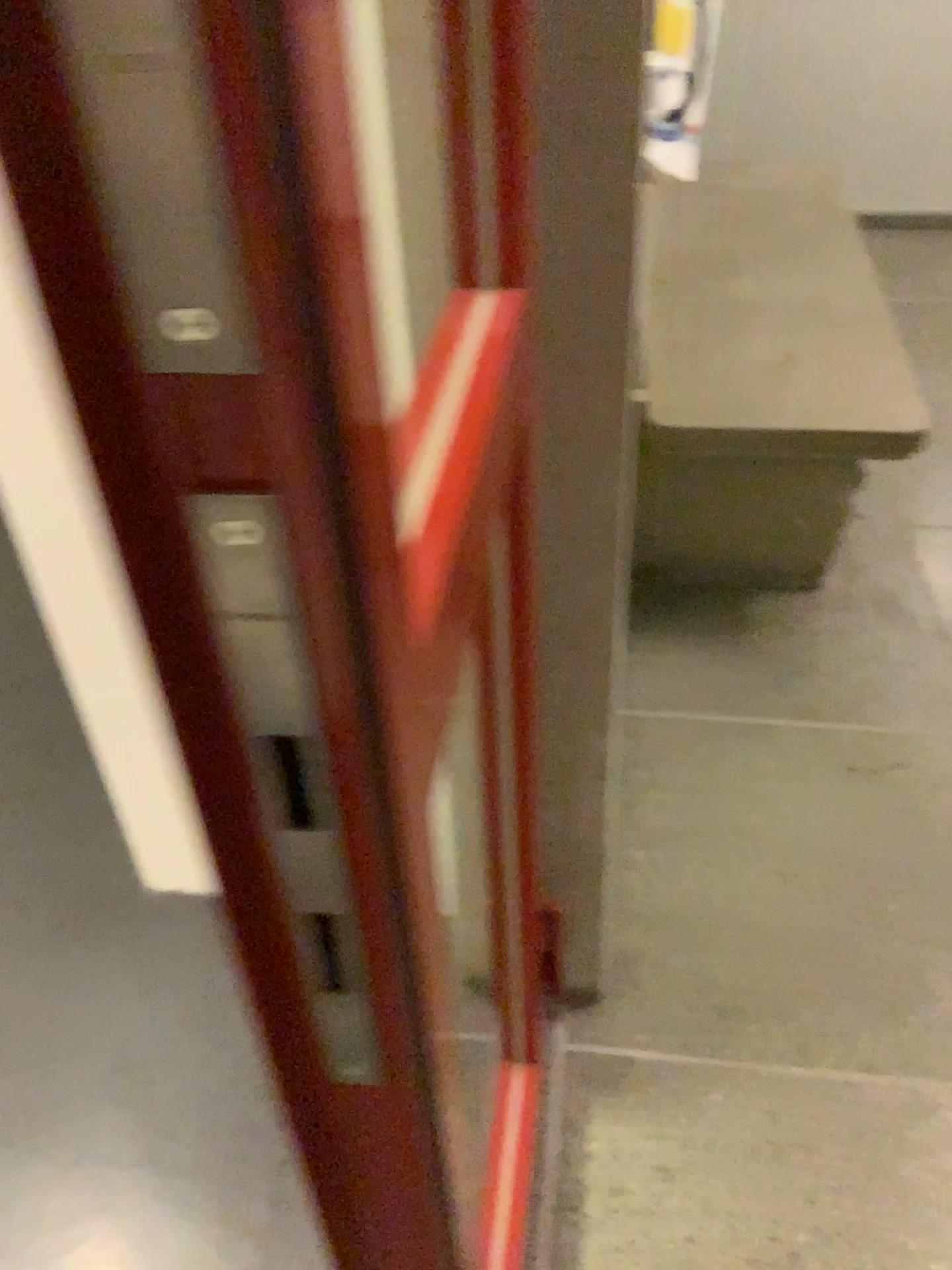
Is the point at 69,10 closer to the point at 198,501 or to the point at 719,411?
the point at 198,501

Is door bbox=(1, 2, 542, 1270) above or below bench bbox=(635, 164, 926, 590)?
above

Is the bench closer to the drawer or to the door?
the door

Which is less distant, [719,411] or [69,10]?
[69,10]

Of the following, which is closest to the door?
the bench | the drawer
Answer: the drawer

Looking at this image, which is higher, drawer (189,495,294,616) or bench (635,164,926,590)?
drawer (189,495,294,616)

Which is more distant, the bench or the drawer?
the bench

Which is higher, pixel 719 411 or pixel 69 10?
pixel 69 10

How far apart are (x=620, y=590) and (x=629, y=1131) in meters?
1.1
